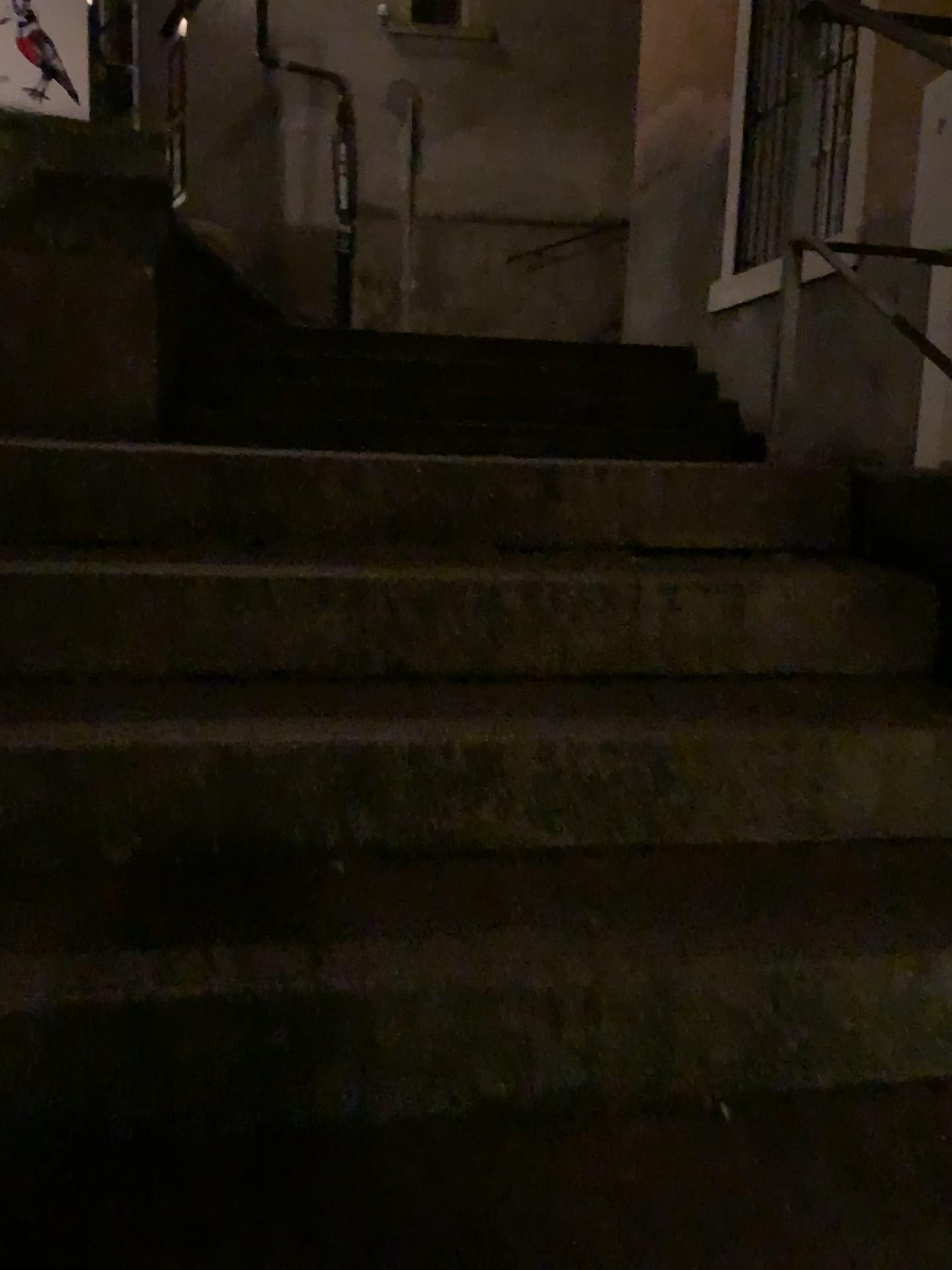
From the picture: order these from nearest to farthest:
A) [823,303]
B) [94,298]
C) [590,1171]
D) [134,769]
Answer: [590,1171] < [134,769] < [94,298] < [823,303]

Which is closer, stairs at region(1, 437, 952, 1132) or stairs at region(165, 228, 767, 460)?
stairs at region(1, 437, 952, 1132)

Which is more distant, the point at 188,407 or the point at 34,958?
the point at 188,407

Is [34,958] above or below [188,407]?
below
